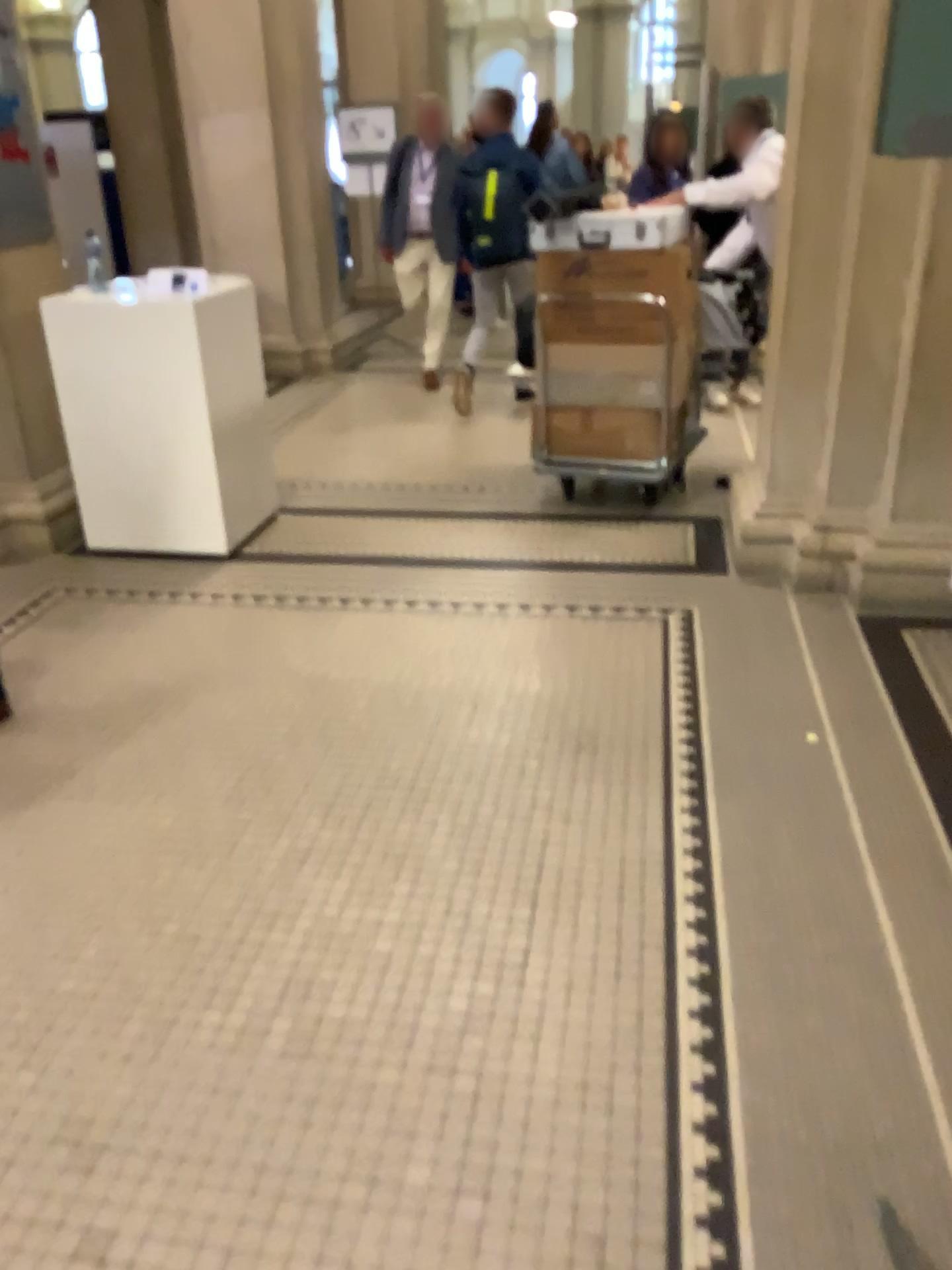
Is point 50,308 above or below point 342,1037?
above
